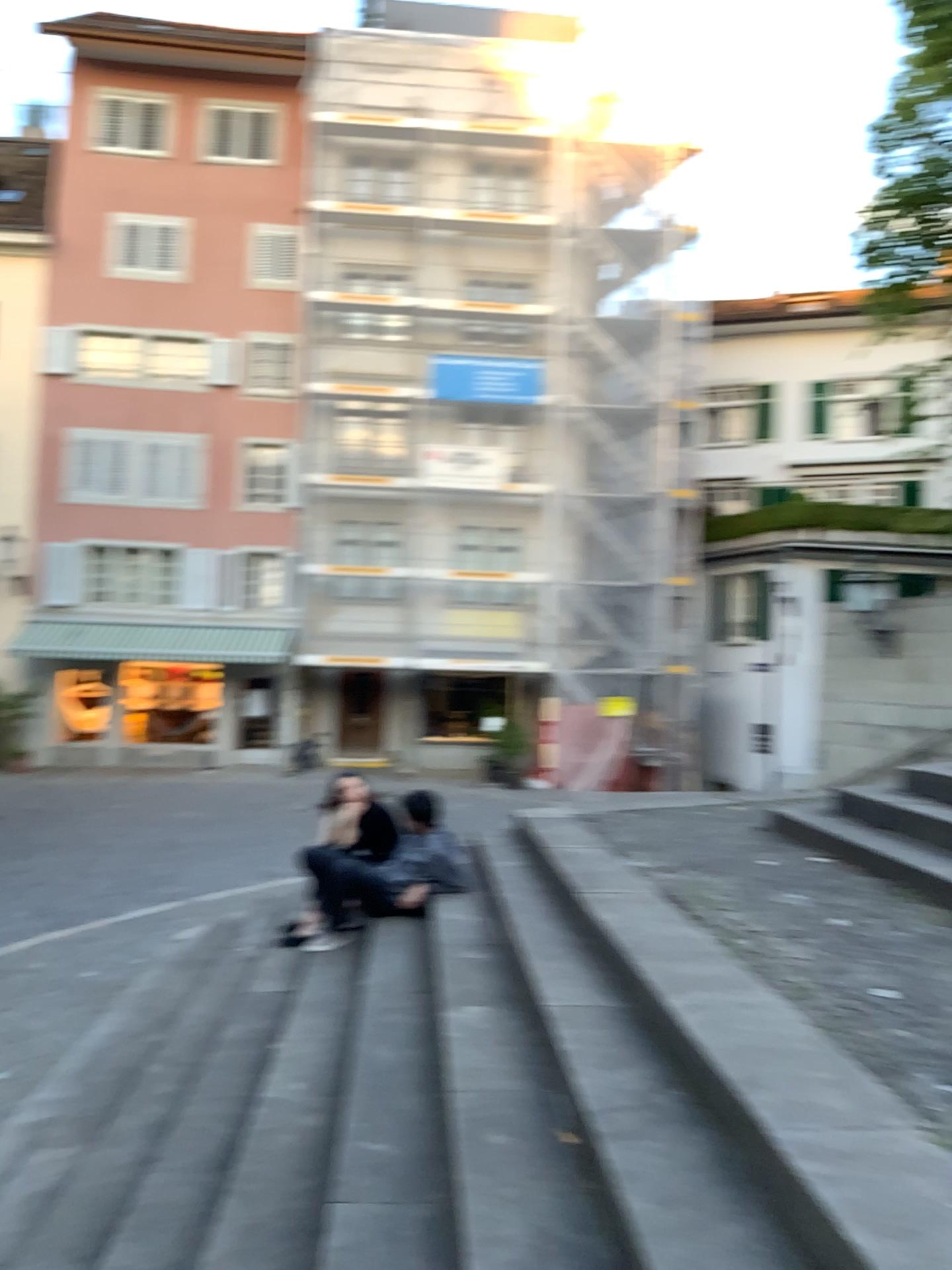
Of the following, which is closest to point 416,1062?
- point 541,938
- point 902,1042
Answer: point 541,938
